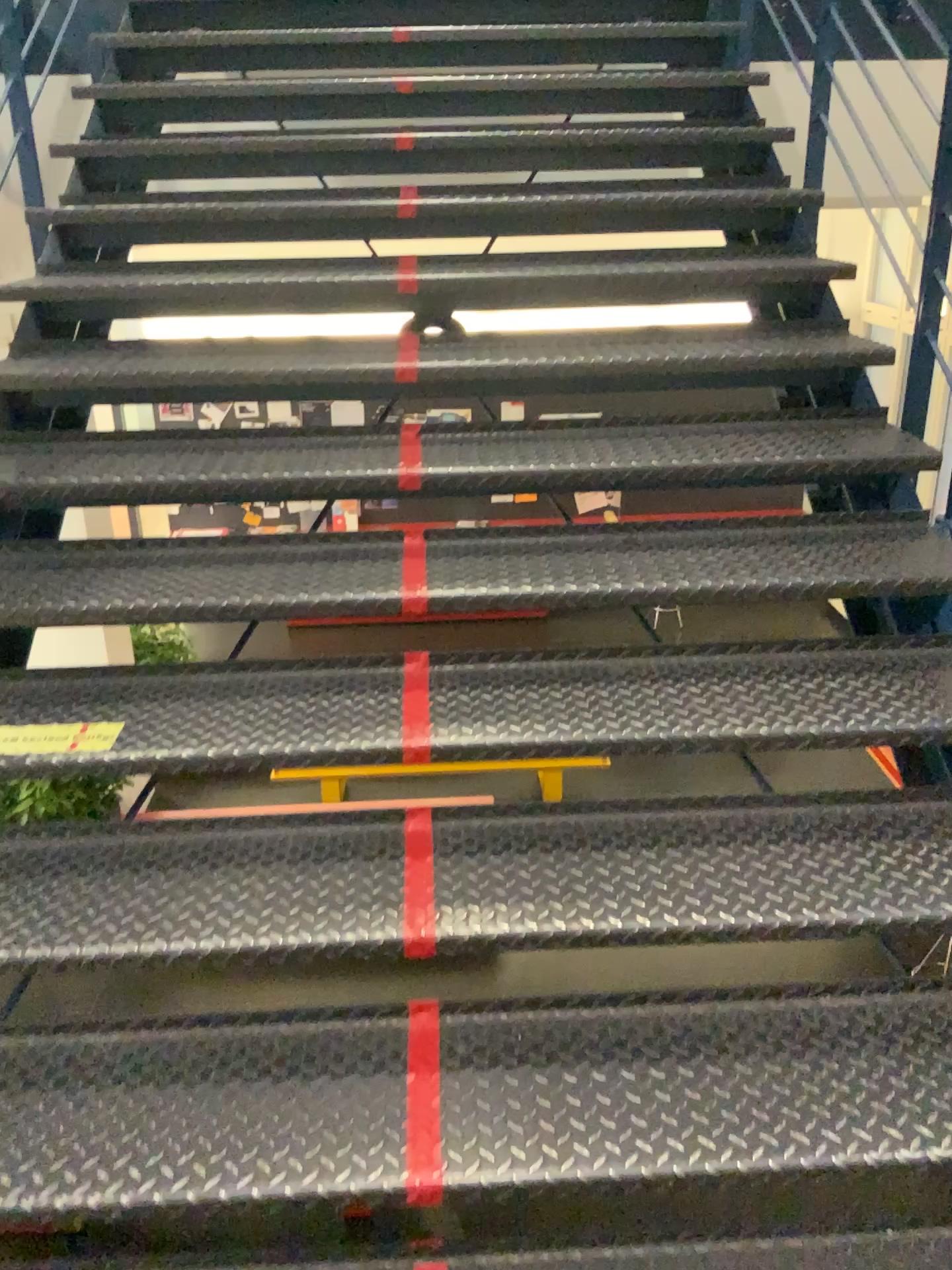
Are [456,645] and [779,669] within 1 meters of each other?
yes

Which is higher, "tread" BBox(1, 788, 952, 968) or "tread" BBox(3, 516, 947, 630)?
"tread" BBox(3, 516, 947, 630)

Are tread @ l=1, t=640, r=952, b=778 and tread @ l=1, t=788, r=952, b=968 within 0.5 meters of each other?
yes

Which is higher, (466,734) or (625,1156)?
(466,734)

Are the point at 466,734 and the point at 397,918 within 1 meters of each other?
yes

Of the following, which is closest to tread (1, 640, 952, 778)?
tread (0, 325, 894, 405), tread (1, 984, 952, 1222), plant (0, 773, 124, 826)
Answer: plant (0, 773, 124, 826)

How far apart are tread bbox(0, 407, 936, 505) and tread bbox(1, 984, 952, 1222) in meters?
1.1 m

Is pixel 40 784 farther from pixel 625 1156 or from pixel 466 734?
pixel 625 1156

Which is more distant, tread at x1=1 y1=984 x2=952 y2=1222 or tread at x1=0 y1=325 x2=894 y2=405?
tread at x1=0 y1=325 x2=894 y2=405

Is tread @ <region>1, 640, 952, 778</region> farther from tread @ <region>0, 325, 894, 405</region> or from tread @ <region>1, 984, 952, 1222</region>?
tread @ <region>0, 325, 894, 405</region>
